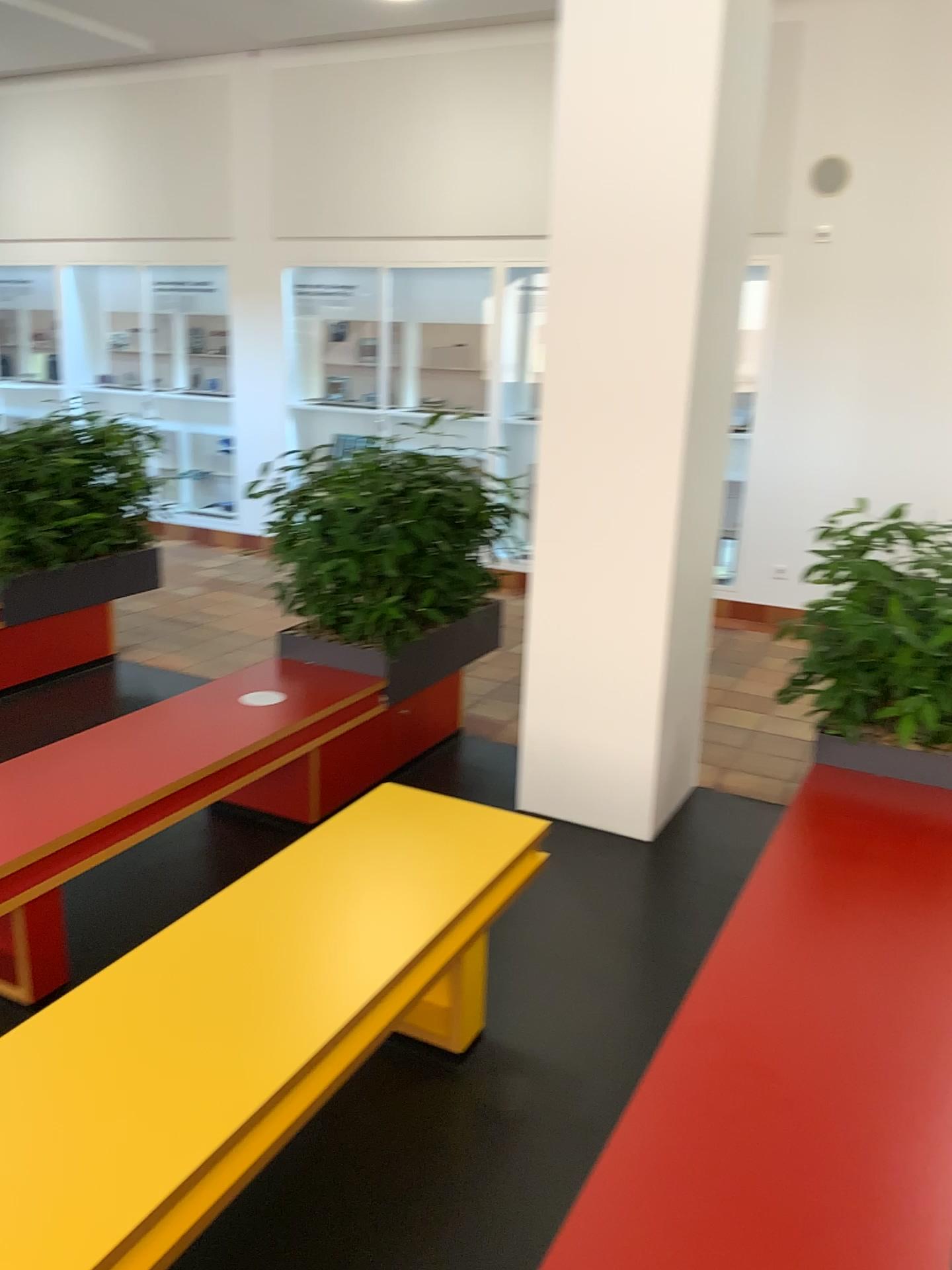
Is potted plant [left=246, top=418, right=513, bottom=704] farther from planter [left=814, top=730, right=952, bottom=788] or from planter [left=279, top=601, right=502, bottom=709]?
planter [left=814, top=730, right=952, bottom=788]

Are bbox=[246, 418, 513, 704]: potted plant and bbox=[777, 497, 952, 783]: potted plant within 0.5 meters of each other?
no

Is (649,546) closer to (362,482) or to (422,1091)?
(362,482)

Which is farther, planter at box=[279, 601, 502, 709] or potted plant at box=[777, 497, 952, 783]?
planter at box=[279, 601, 502, 709]

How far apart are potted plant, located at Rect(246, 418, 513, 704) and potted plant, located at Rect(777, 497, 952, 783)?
1.4m

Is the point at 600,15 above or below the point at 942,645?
above

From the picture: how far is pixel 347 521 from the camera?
3.8 meters

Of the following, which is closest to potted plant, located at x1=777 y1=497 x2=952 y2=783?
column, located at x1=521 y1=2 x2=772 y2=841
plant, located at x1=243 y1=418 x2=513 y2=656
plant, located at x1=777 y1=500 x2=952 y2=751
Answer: plant, located at x1=777 y1=500 x2=952 y2=751

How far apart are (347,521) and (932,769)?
2.07m

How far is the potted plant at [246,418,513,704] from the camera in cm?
378
